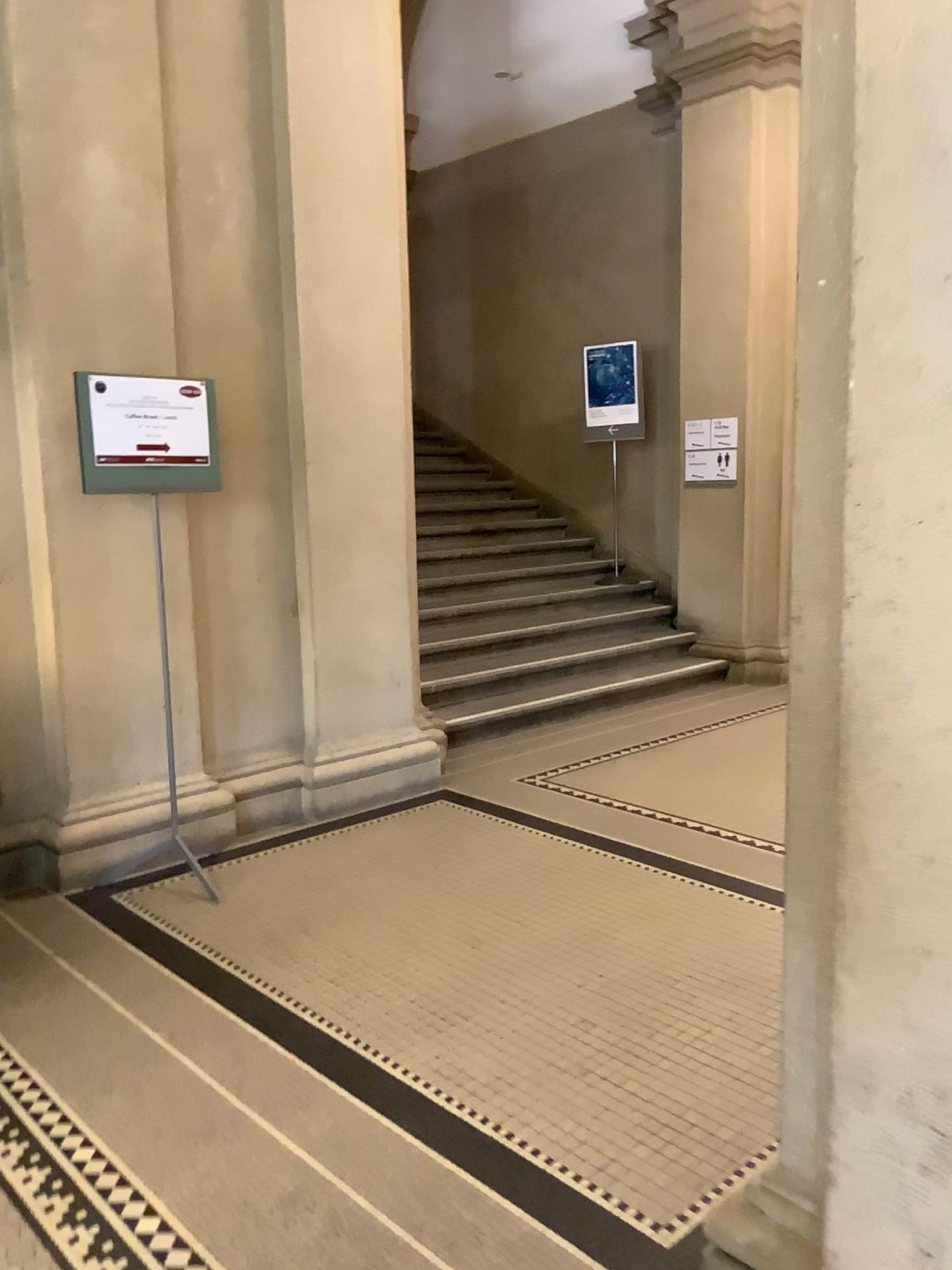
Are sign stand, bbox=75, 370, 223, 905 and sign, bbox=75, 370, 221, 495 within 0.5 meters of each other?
yes

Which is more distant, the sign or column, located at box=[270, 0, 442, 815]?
column, located at box=[270, 0, 442, 815]

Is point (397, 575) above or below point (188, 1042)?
above

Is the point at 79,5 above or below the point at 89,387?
above

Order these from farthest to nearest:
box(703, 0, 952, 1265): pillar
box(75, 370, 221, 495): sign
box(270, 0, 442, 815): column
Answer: box(270, 0, 442, 815): column → box(75, 370, 221, 495): sign → box(703, 0, 952, 1265): pillar

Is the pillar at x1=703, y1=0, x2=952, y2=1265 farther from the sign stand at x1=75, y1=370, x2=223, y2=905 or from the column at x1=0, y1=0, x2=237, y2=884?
the column at x1=0, y1=0, x2=237, y2=884

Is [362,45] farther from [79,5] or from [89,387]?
[89,387]

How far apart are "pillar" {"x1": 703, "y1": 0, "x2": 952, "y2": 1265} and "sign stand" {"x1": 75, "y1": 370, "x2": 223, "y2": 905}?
2.56m

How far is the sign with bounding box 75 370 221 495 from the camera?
3.6m

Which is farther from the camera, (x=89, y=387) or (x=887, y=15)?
(x=89, y=387)
